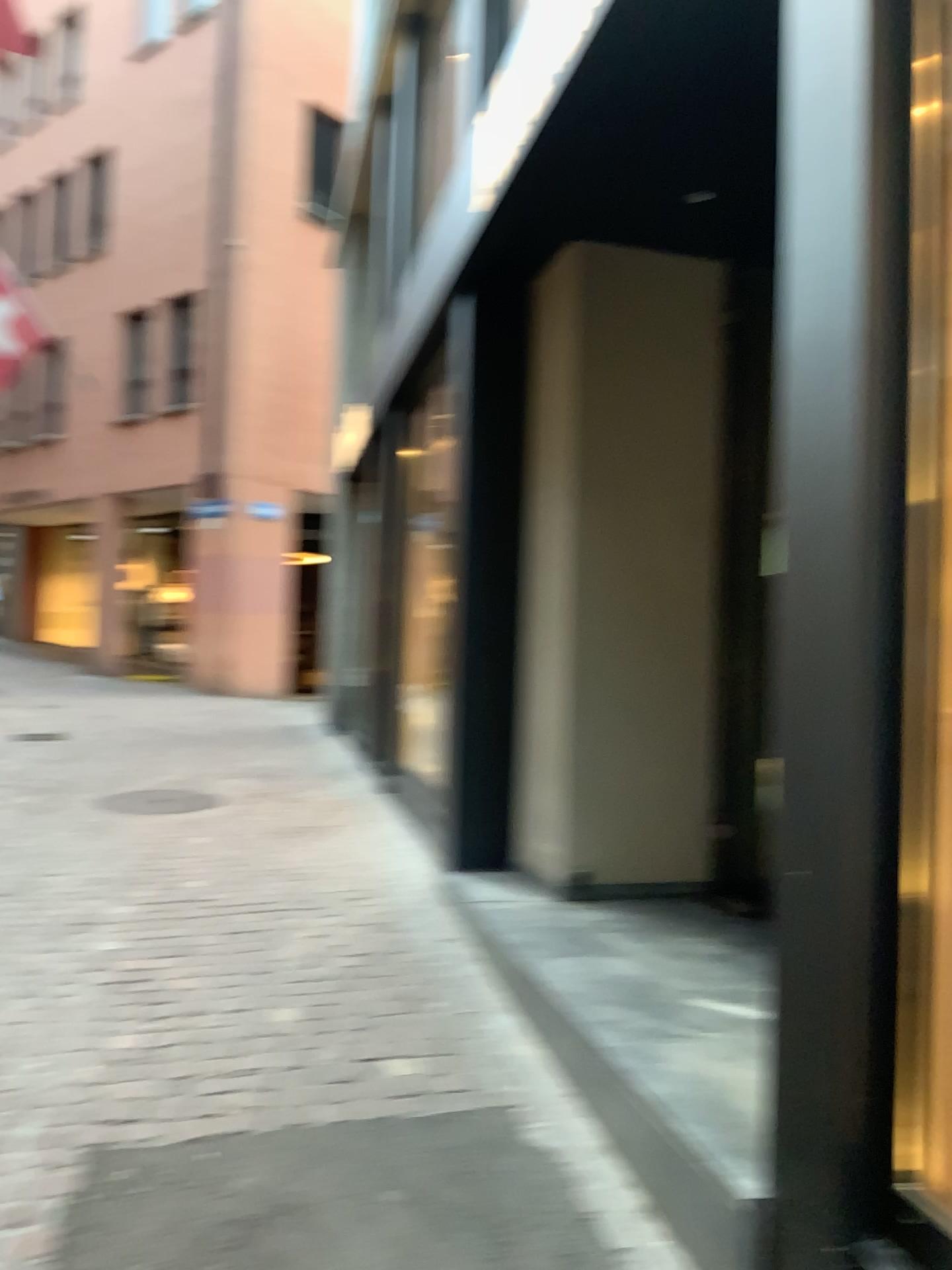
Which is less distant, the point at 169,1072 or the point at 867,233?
the point at 867,233
